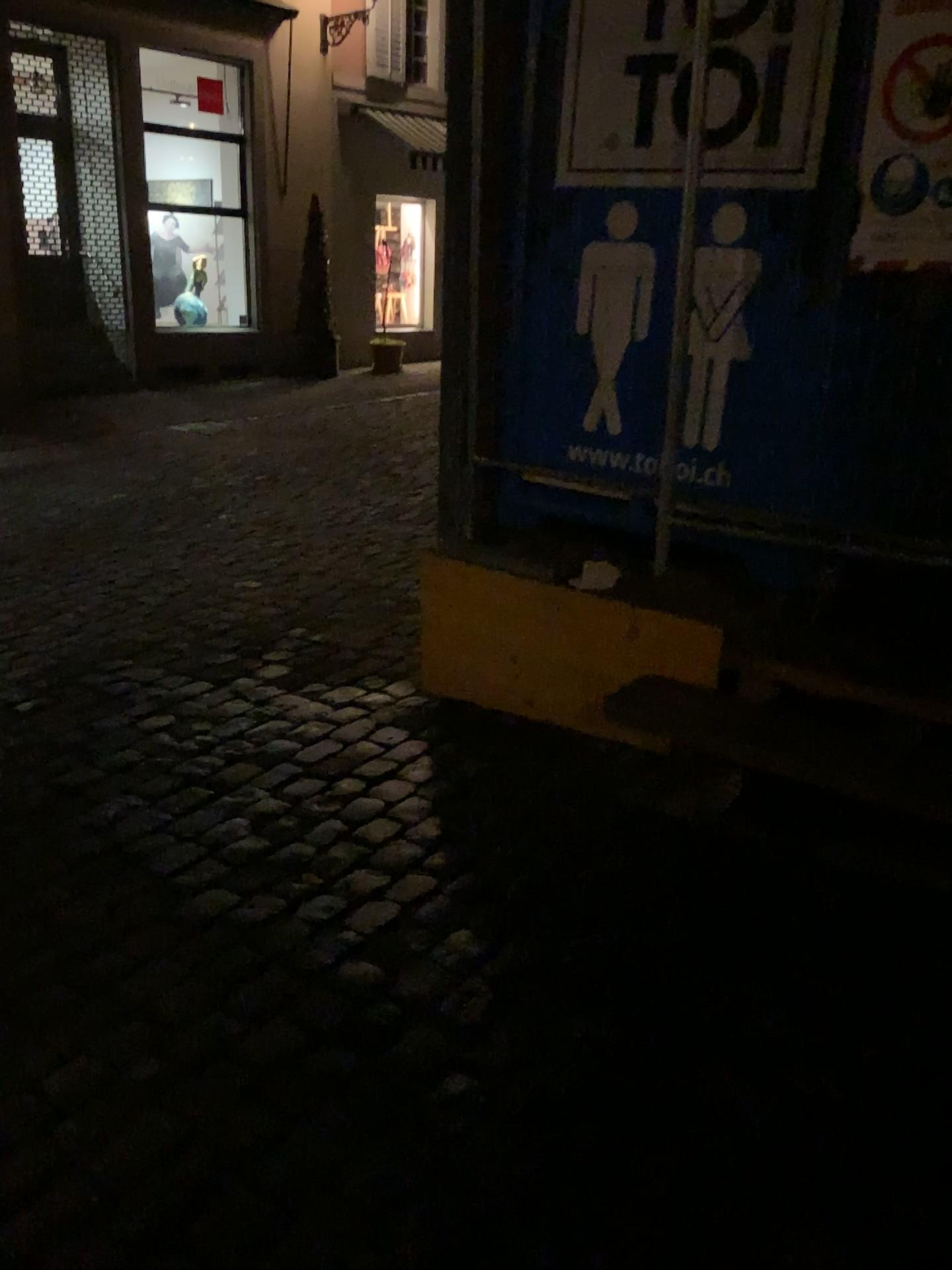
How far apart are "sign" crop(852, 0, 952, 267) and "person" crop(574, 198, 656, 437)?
0.63m

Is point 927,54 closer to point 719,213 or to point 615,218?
point 719,213

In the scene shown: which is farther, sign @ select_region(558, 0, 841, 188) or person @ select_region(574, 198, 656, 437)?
person @ select_region(574, 198, 656, 437)

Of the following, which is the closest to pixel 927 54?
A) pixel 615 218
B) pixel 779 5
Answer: pixel 779 5

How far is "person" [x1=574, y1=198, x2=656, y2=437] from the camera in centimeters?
291cm

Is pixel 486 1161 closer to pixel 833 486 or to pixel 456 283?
pixel 833 486

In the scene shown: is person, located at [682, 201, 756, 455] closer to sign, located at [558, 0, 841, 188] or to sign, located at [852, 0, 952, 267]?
sign, located at [558, 0, 841, 188]

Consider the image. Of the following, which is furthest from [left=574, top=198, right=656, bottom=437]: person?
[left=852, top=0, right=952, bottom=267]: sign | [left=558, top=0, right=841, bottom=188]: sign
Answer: [left=852, top=0, right=952, bottom=267]: sign

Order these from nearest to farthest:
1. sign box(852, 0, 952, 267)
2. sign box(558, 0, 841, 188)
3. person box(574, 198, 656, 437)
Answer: sign box(852, 0, 952, 267) → sign box(558, 0, 841, 188) → person box(574, 198, 656, 437)

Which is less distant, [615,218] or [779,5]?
[779,5]
